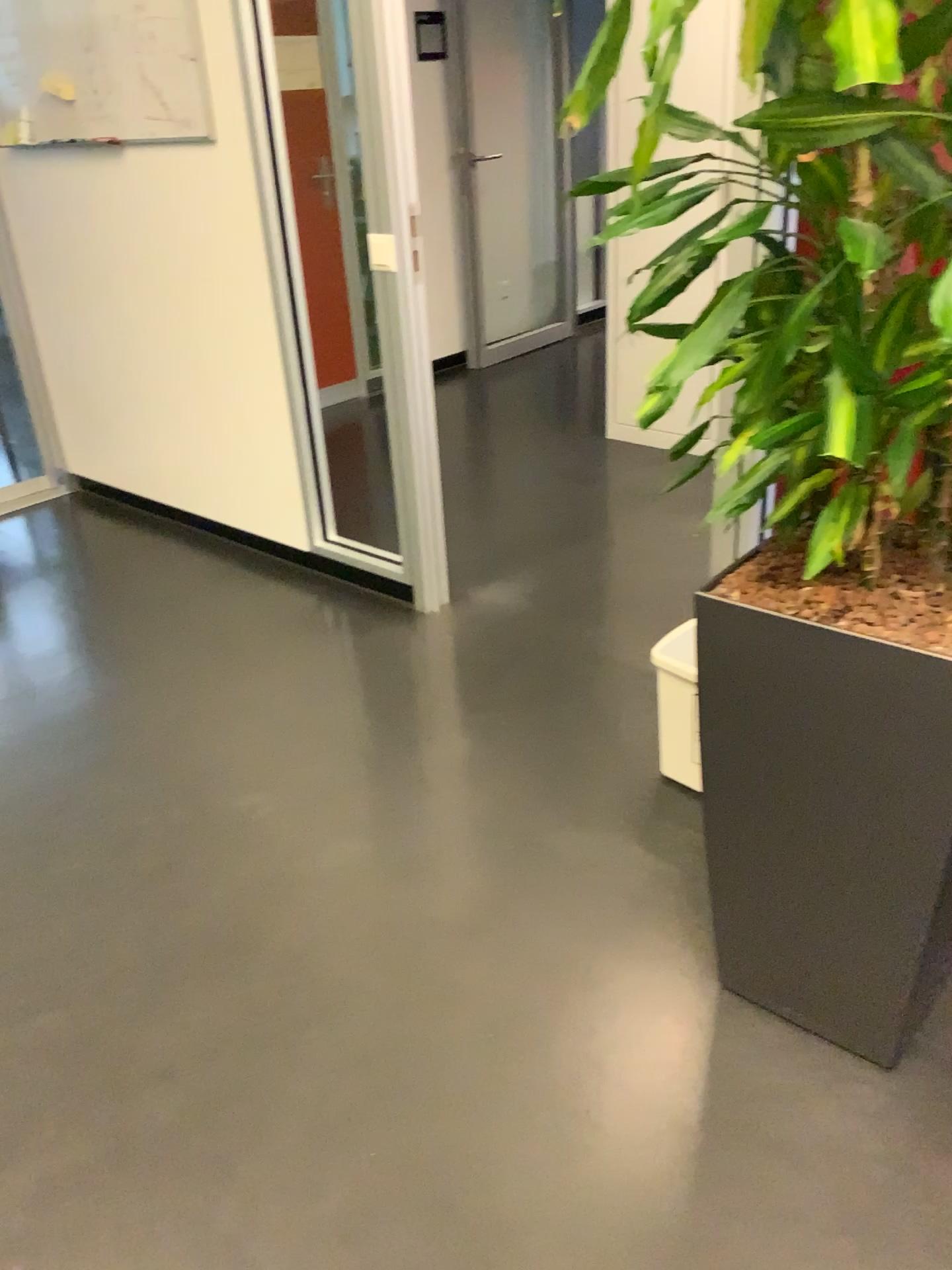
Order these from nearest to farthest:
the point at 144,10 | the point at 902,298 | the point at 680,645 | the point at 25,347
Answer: the point at 902,298
the point at 680,645
the point at 144,10
the point at 25,347

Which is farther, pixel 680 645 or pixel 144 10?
pixel 144 10

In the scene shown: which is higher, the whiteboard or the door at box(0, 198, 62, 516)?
the whiteboard

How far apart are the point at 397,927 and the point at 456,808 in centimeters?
38cm

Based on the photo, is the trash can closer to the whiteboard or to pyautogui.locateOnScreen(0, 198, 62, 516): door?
the whiteboard

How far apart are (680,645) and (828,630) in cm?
85

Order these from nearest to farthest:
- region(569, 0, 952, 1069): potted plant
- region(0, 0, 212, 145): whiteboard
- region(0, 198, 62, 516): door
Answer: region(569, 0, 952, 1069): potted plant, region(0, 0, 212, 145): whiteboard, region(0, 198, 62, 516): door

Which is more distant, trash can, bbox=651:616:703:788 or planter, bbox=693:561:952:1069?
trash can, bbox=651:616:703:788

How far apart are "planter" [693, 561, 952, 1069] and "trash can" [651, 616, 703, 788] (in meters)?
0.52

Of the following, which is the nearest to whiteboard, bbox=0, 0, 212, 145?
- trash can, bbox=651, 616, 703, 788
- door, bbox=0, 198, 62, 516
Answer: door, bbox=0, 198, 62, 516
